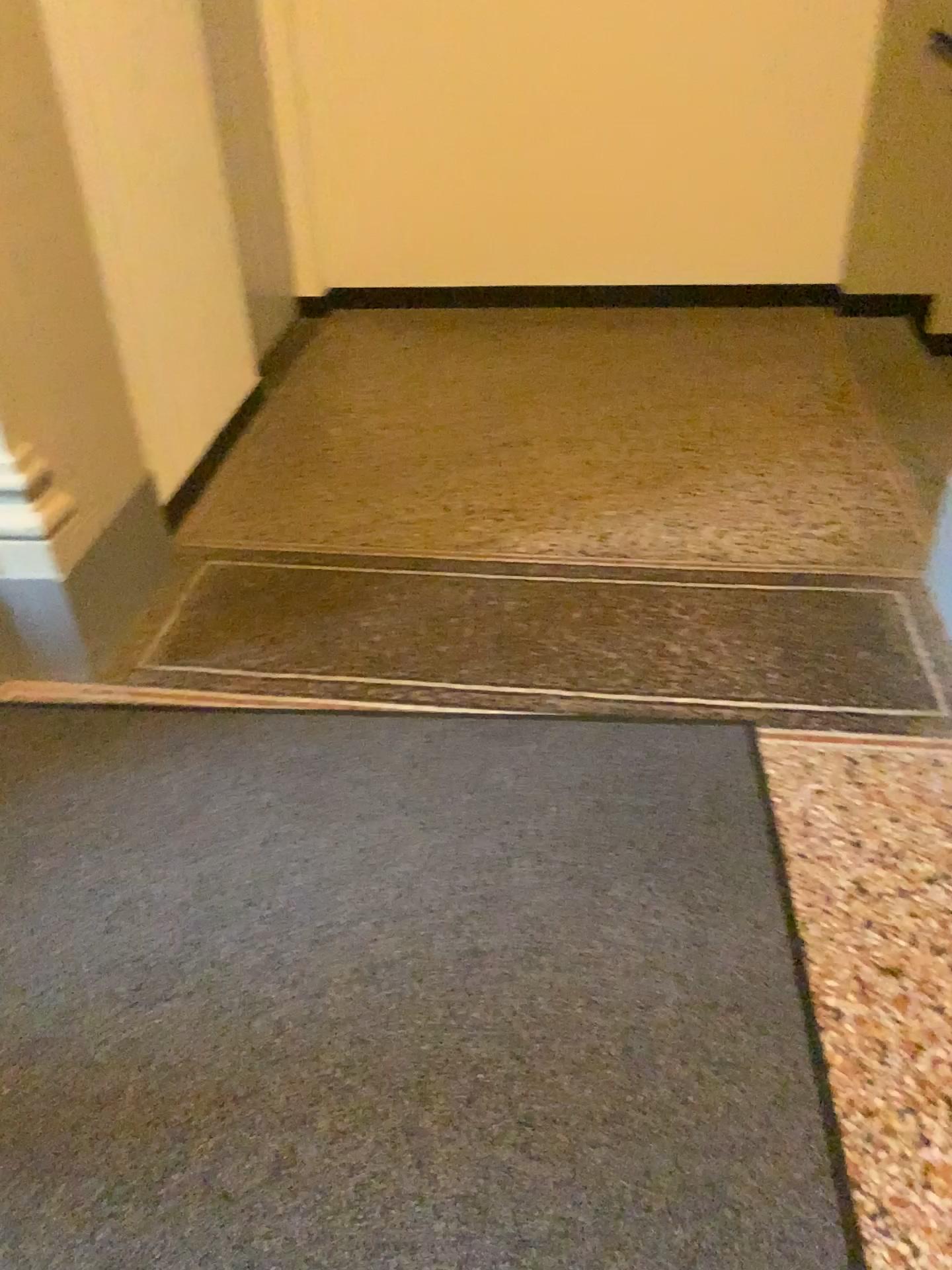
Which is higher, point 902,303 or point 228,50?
point 228,50

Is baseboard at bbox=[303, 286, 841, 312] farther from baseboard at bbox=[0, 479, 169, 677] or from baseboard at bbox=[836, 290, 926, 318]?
baseboard at bbox=[0, 479, 169, 677]

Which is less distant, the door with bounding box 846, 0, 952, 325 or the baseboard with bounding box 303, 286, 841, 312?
the door with bounding box 846, 0, 952, 325

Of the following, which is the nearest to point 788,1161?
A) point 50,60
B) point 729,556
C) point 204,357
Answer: point 729,556

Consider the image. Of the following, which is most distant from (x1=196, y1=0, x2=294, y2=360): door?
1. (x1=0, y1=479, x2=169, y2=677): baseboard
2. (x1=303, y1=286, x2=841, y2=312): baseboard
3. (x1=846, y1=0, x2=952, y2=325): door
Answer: (x1=846, y1=0, x2=952, y2=325): door

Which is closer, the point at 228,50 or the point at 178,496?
the point at 178,496

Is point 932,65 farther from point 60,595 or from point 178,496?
point 60,595

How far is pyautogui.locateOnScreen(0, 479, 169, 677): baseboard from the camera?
2.3 meters

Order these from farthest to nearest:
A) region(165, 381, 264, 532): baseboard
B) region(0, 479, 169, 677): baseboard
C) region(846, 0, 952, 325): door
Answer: region(846, 0, 952, 325): door
region(165, 381, 264, 532): baseboard
region(0, 479, 169, 677): baseboard

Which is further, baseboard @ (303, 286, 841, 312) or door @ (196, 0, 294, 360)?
baseboard @ (303, 286, 841, 312)
